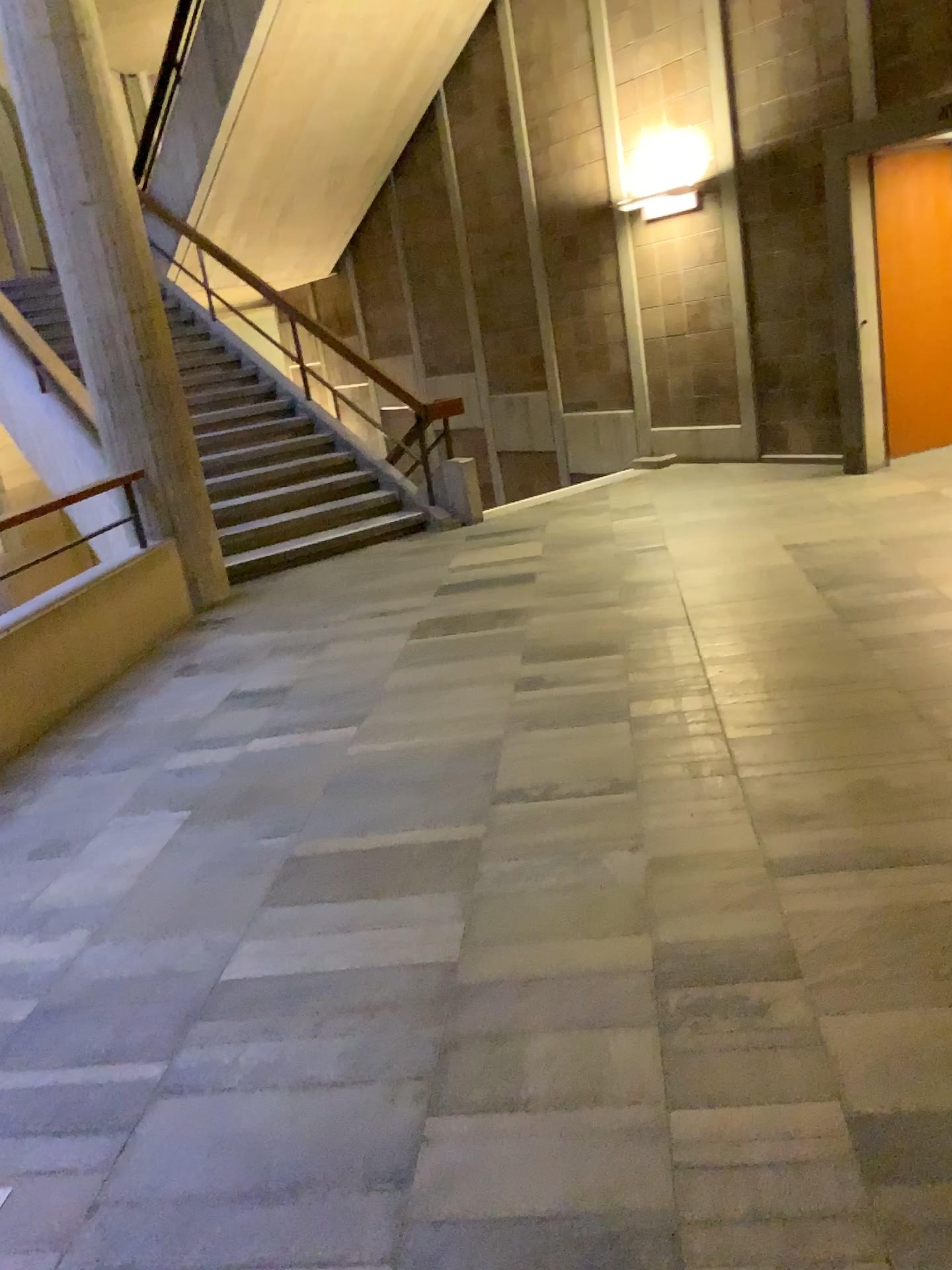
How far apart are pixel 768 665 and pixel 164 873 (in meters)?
2.28
